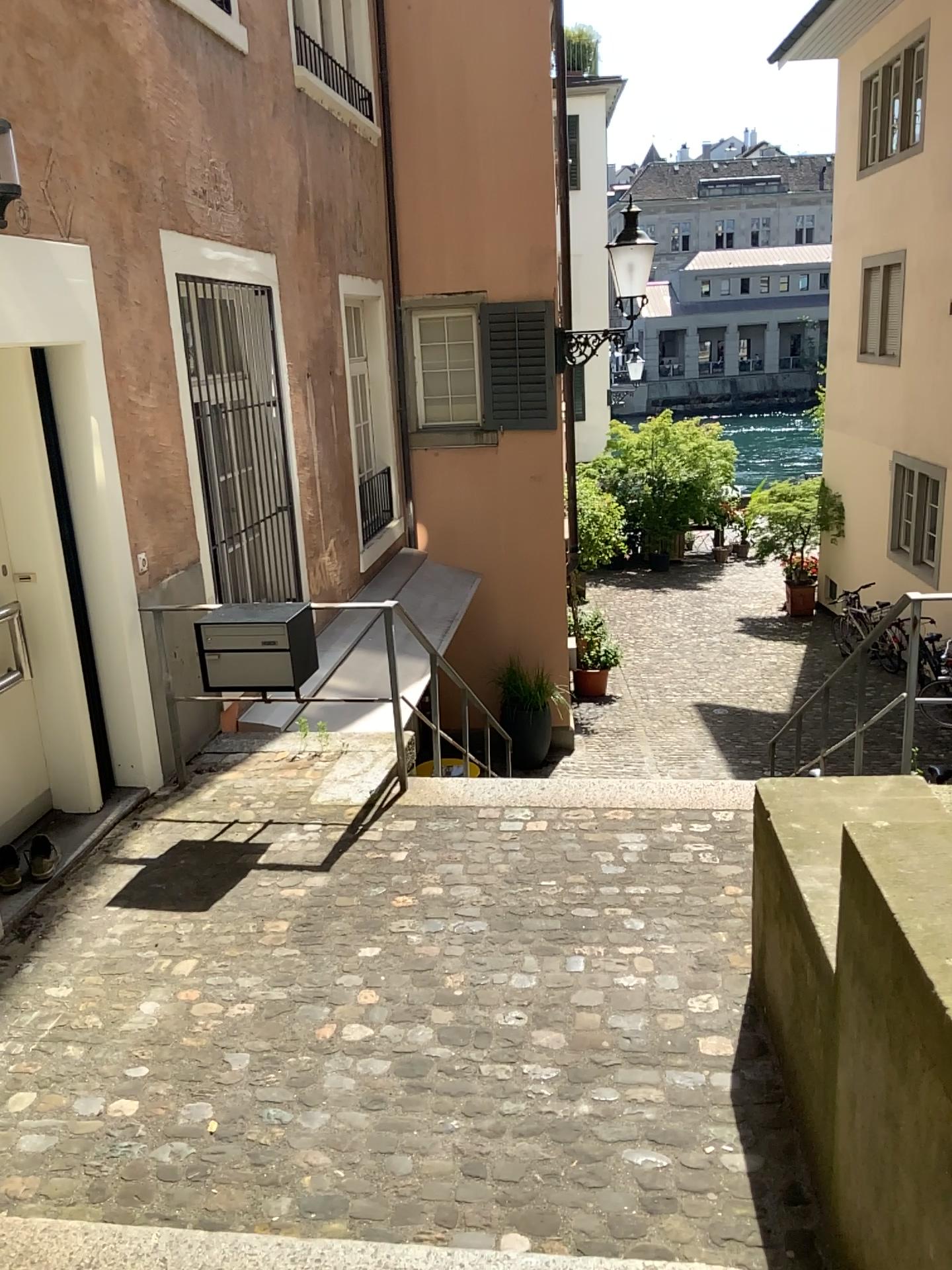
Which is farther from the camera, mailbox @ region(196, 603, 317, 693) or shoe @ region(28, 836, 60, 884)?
mailbox @ region(196, 603, 317, 693)

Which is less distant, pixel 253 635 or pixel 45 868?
pixel 45 868

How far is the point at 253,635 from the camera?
4.5m

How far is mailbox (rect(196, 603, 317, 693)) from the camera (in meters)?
4.46

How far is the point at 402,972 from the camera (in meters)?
3.43

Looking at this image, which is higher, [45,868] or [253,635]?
[253,635]

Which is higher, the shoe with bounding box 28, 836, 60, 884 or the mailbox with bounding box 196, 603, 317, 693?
the mailbox with bounding box 196, 603, 317, 693
